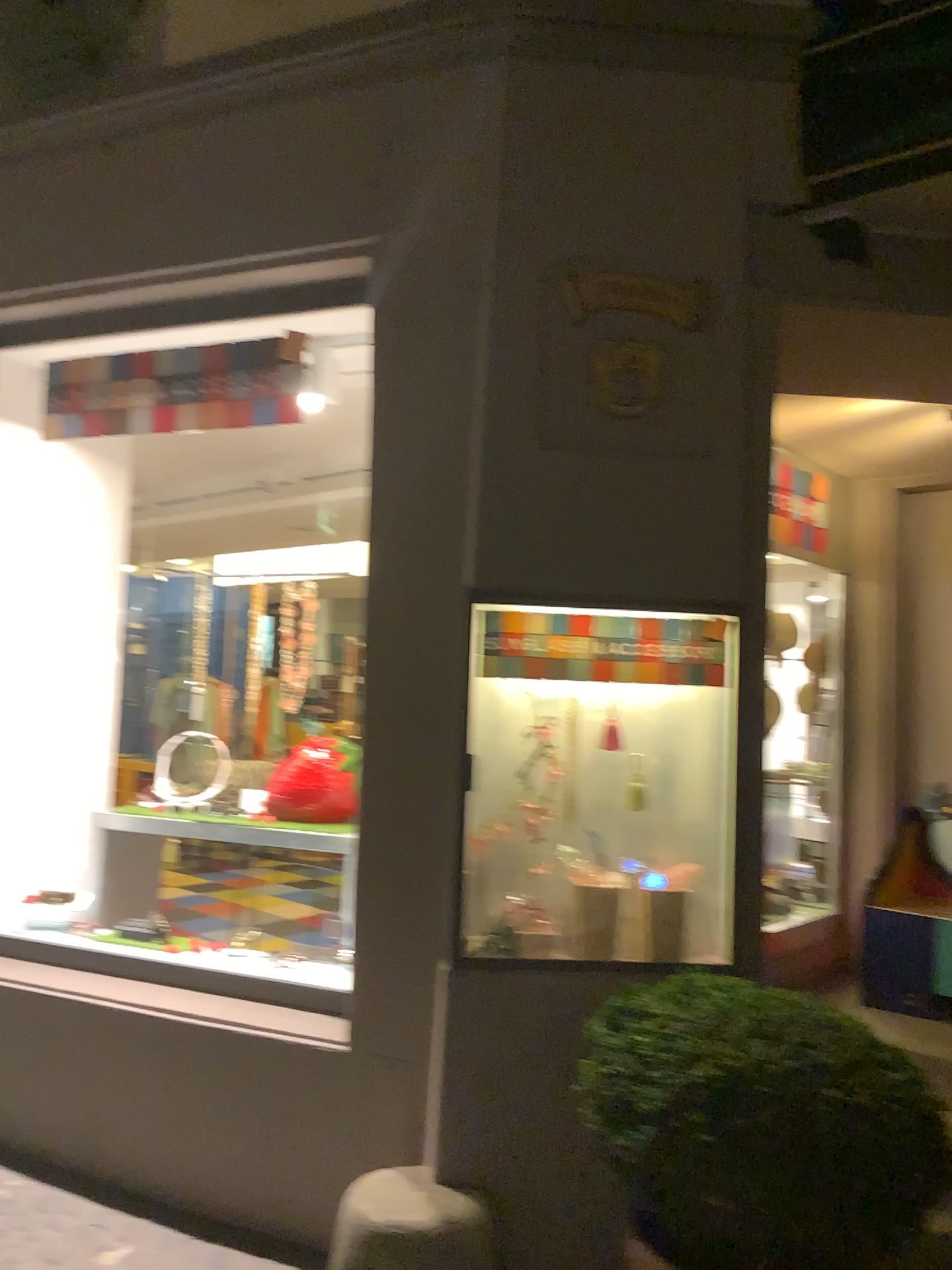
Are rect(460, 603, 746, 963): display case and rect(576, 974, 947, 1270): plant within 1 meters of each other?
yes

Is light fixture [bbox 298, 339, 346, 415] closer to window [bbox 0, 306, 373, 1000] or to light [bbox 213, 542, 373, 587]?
window [bbox 0, 306, 373, 1000]

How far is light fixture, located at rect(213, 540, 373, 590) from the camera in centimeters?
393cm

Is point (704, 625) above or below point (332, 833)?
above

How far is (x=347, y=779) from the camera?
3.9m

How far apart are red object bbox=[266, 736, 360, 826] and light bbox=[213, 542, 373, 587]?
0.6 meters

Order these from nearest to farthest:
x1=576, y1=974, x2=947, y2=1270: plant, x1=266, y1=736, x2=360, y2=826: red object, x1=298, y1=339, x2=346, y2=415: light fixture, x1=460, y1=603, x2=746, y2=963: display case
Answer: x1=576, y1=974, x2=947, y2=1270: plant < x1=460, y1=603, x2=746, y2=963: display case < x1=298, y1=339, x2=346, y2=415: light fixture < x1=266, y1=736, x2=360, y2=826: red object

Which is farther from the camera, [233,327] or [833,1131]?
[233,327]

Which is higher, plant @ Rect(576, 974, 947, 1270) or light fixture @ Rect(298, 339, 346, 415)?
light fixture @ Rect(298, 339, 346, 415)

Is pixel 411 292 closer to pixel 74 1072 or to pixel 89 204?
pixel 89 204
